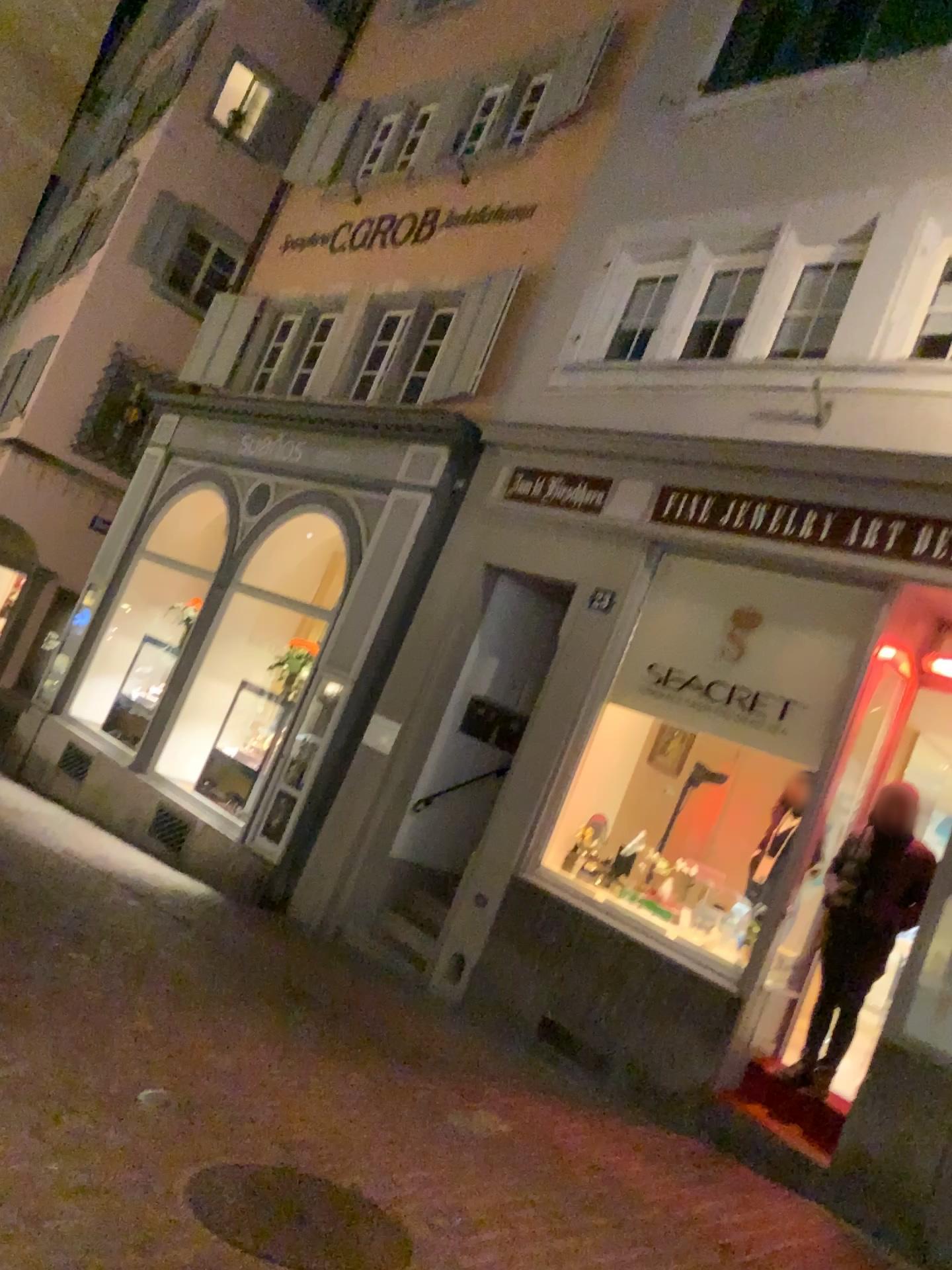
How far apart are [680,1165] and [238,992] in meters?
2.3
